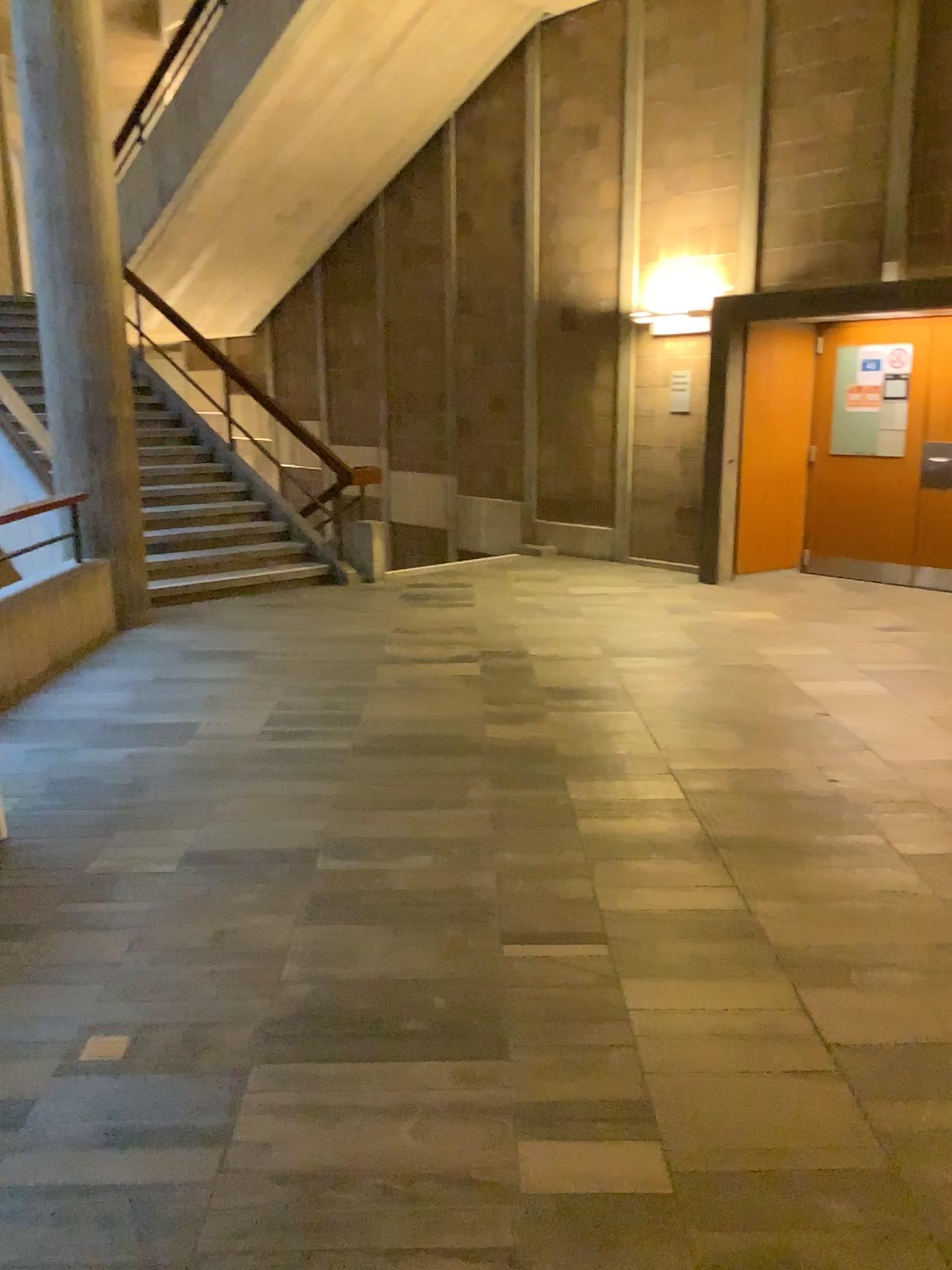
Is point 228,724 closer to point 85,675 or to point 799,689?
point 85,675
